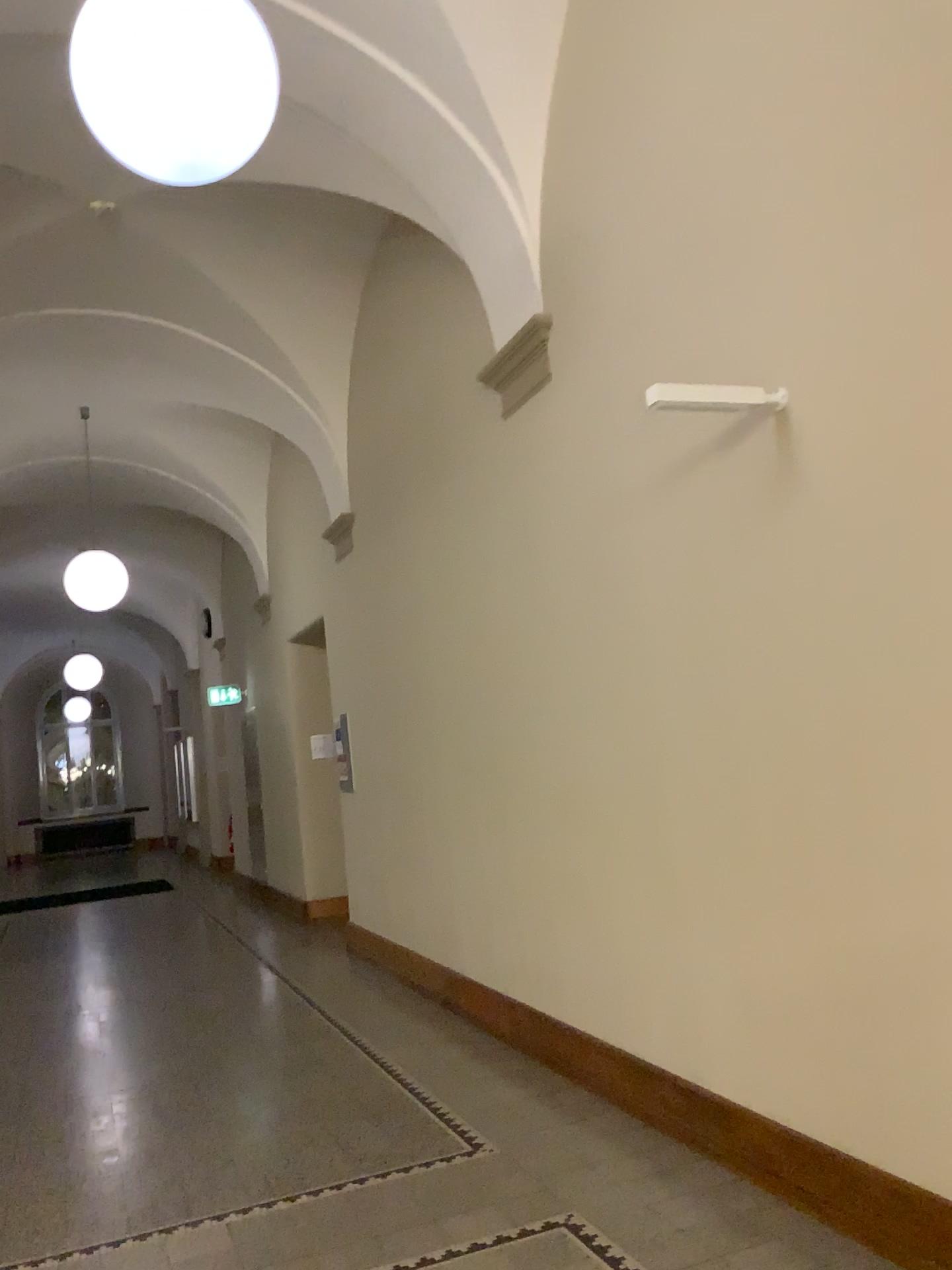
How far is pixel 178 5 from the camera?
2.39m

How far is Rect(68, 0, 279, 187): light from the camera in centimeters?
239cm

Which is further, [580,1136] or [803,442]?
[580,1136]
